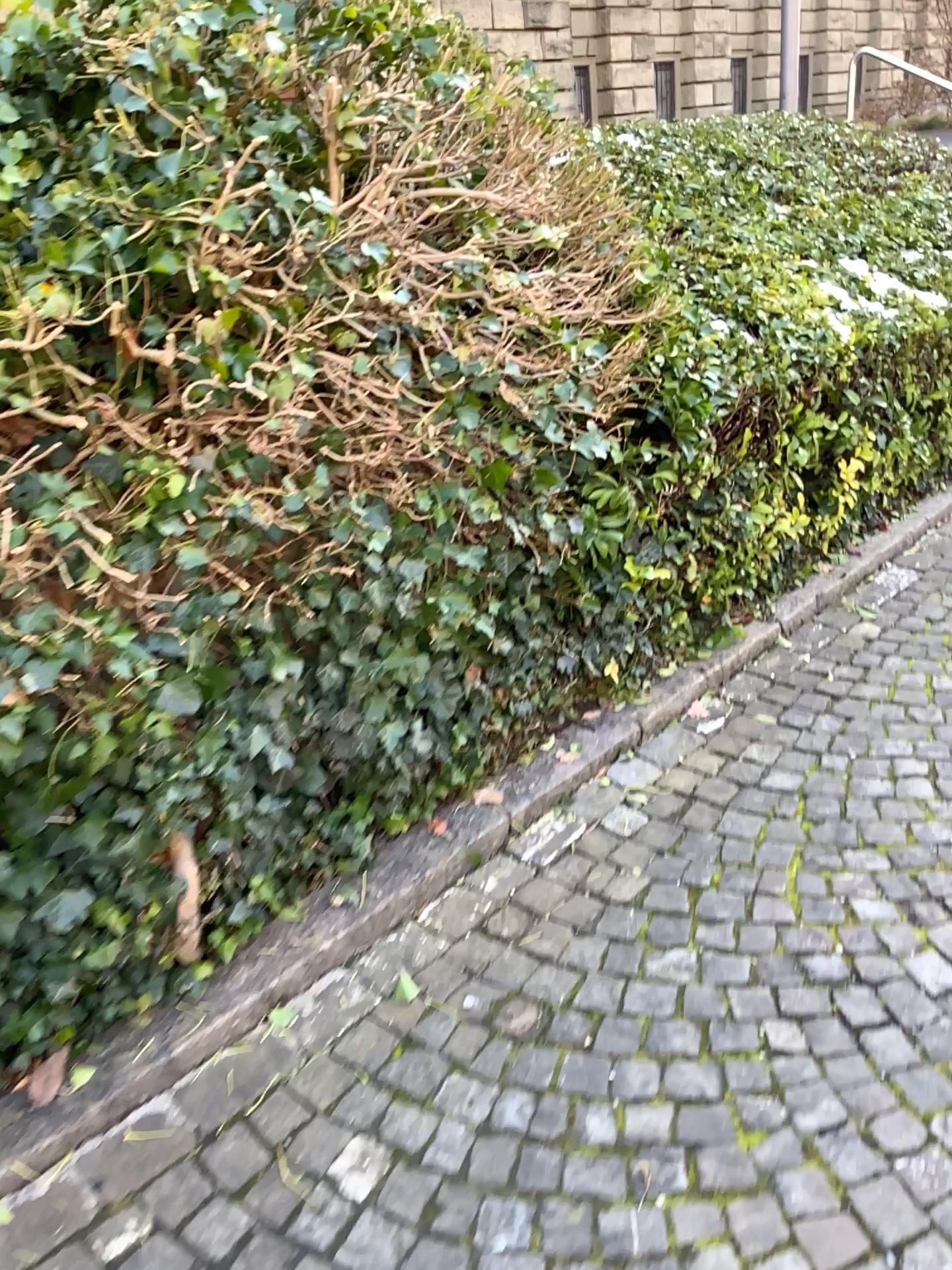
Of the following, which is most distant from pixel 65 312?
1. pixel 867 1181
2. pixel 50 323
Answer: pixel 867 1181

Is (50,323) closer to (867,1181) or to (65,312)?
(65,312)

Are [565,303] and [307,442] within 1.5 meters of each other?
yes

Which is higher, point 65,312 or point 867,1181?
point 65,312
